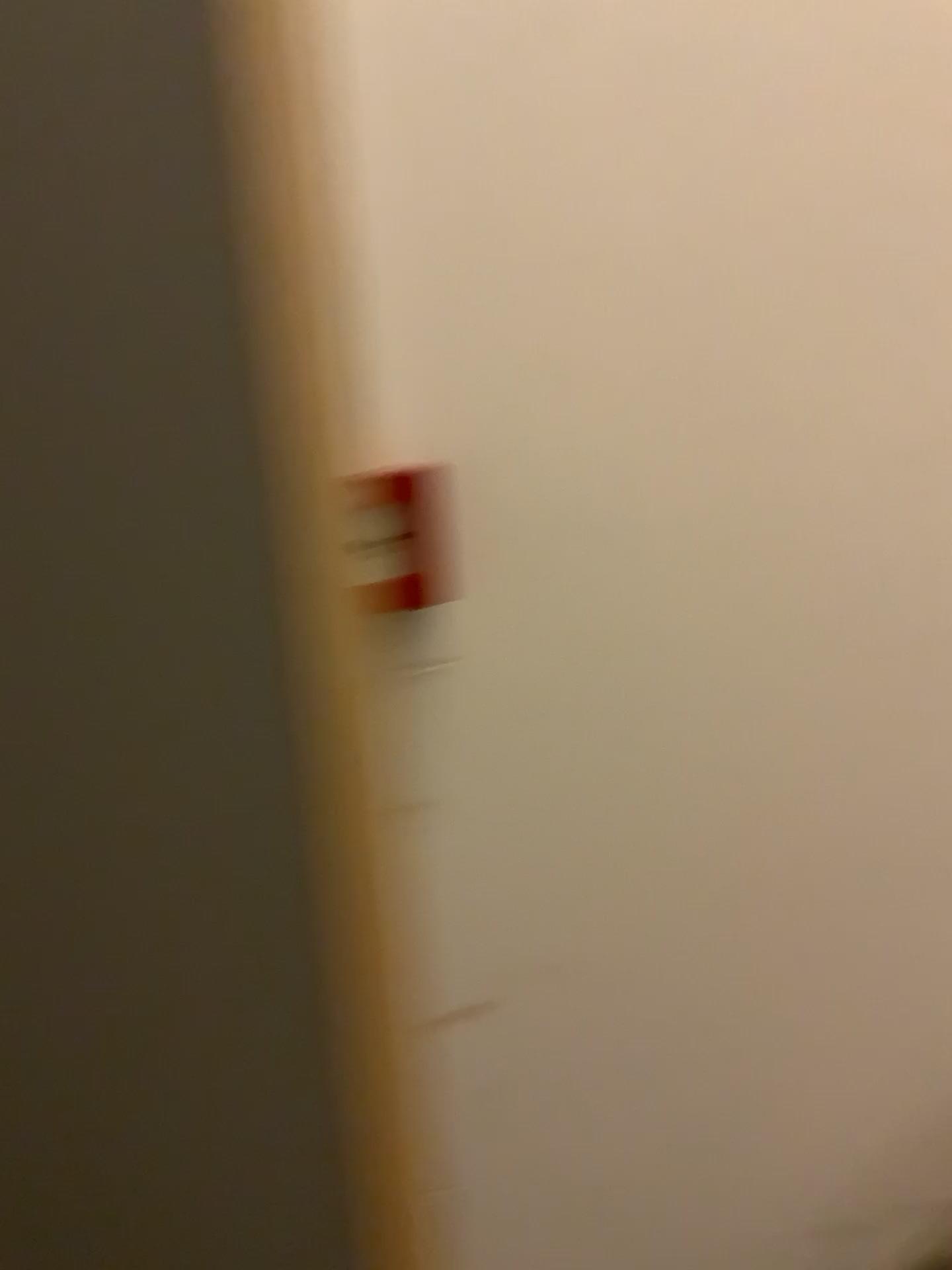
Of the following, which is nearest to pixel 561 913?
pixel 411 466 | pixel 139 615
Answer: pixel 411 466
